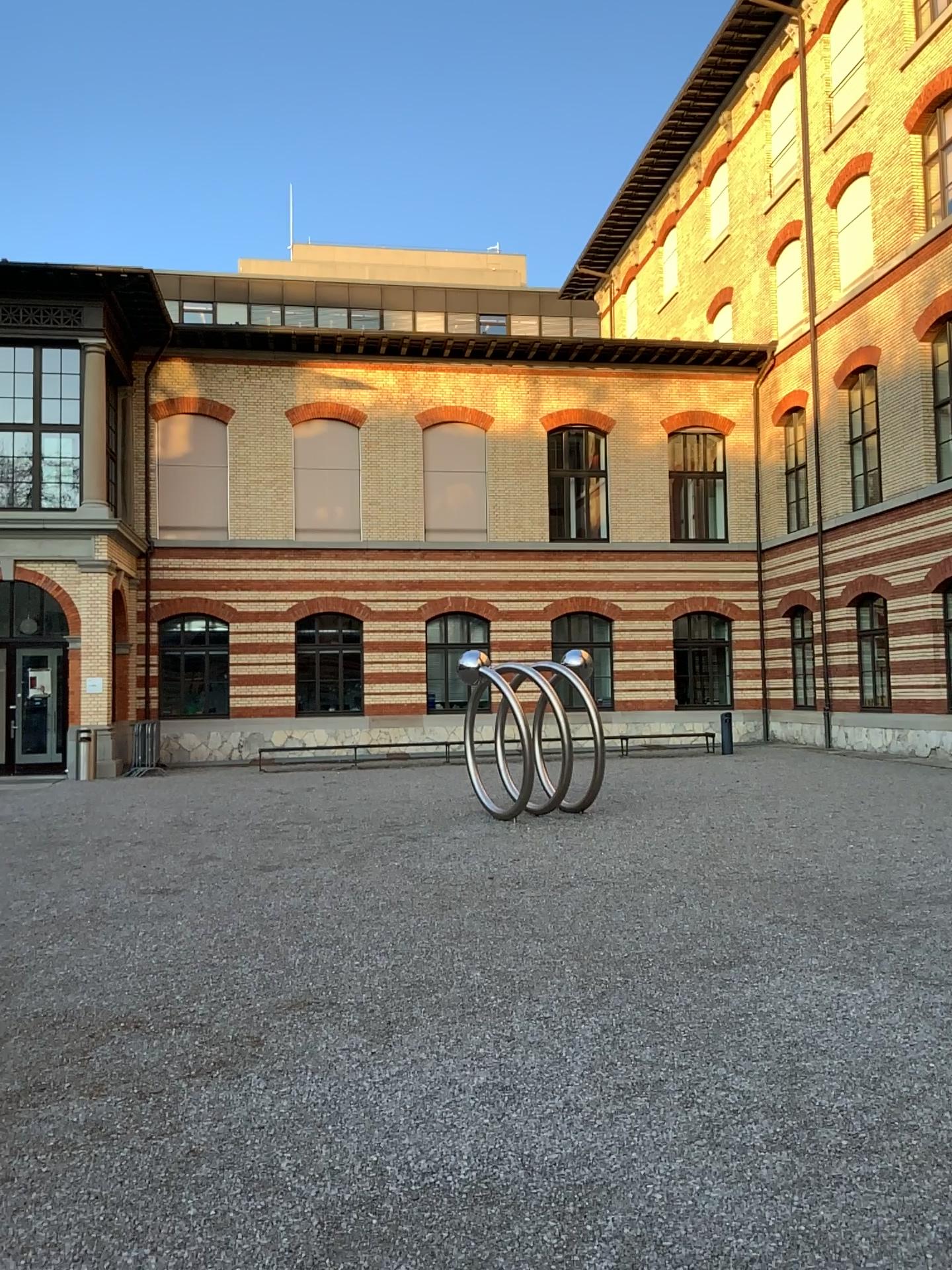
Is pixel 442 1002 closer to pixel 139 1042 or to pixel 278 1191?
pixel 139 1042
